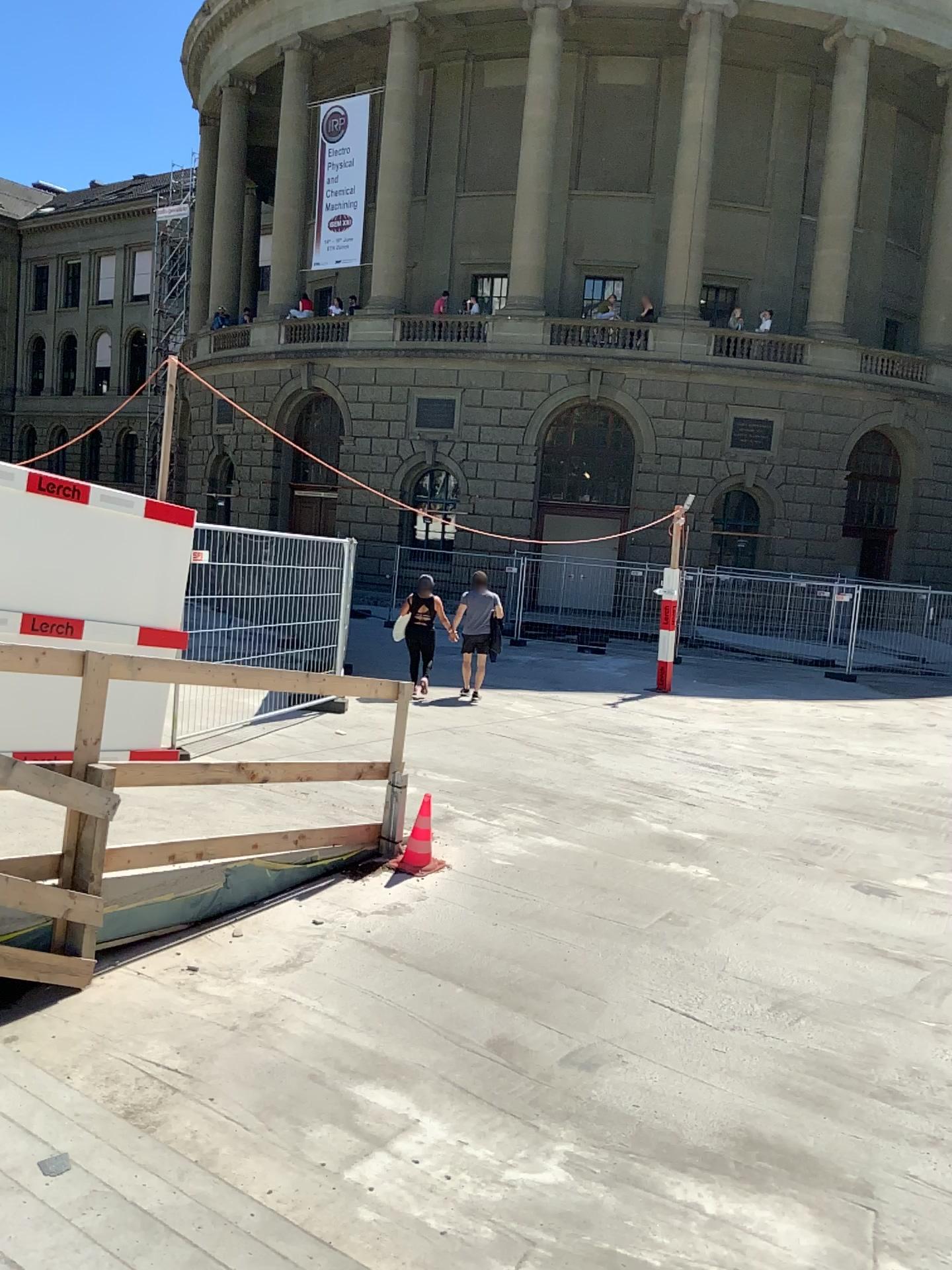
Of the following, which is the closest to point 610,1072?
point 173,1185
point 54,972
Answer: point 173,1185
